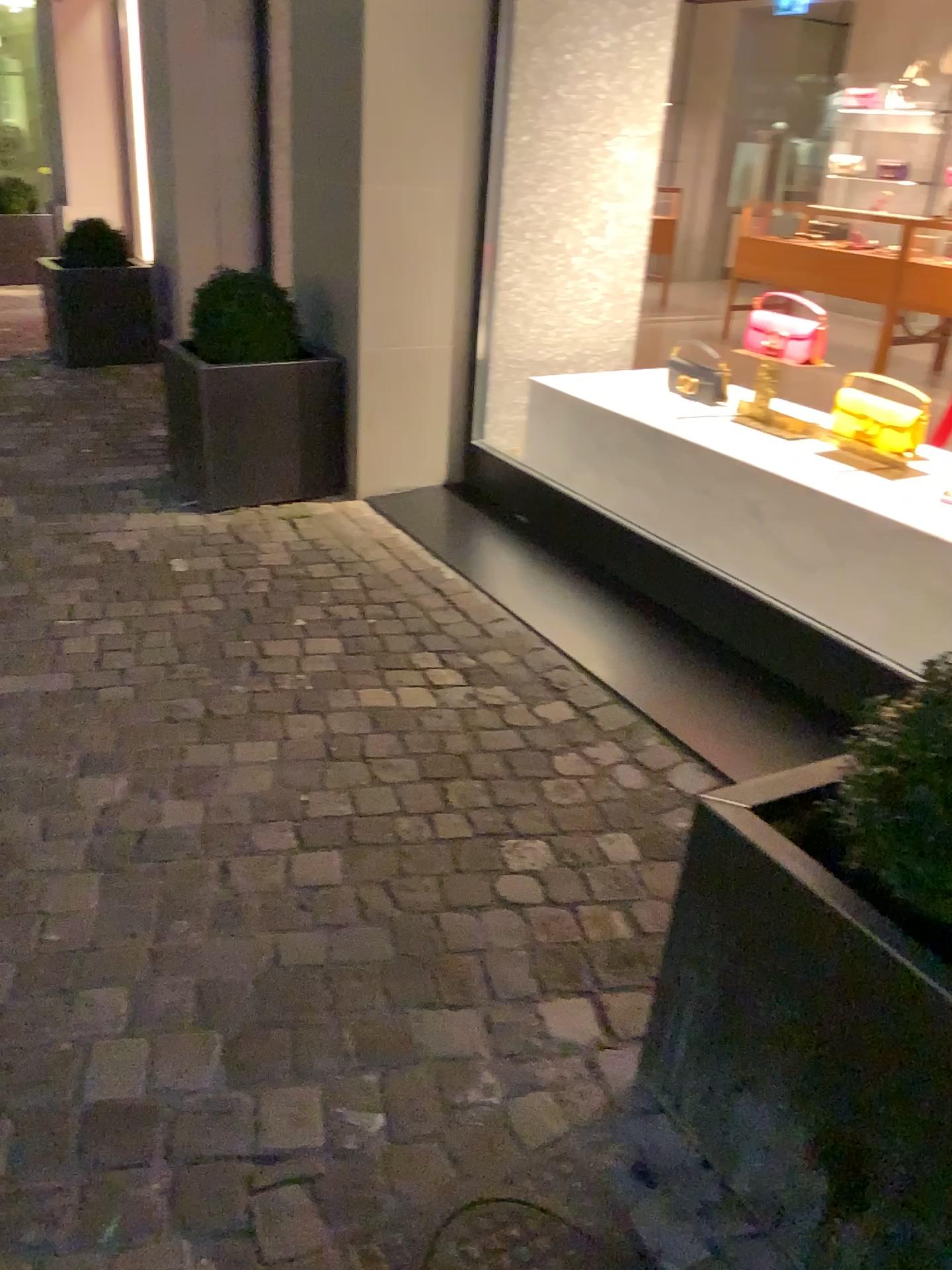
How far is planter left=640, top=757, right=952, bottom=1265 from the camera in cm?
113

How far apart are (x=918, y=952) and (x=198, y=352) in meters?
3.1

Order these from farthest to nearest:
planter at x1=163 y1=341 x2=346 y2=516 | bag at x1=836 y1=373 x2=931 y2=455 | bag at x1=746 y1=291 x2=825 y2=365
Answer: planter at x1=163 y1=341 x2=346 y2=516 → bag at x1=746 y1=291 x2=825 y2=365 → bag at x1=836 y1=373 x2=931 y2=455

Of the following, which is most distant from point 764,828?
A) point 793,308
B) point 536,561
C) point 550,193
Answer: point 550,193

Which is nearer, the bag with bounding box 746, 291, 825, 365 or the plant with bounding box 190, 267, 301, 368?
the bag with bounding box 746, 291, 825, 365

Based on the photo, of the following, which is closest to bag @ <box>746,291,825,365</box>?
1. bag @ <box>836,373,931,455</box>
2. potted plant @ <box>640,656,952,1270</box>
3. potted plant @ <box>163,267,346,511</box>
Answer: bag @ <box>836,373,931,455</box>

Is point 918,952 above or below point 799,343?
below

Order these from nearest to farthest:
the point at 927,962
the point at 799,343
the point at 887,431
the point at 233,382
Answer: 1. the point at 927,962
2. the point at 887,431
3. the point at 799,343
4. the point at 233,382

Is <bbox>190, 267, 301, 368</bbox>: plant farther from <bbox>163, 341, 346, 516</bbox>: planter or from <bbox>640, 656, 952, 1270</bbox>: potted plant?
<bbox>640, 656, 952, 1270</bbox>: potted plant

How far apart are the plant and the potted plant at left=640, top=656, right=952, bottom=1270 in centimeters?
274cm
